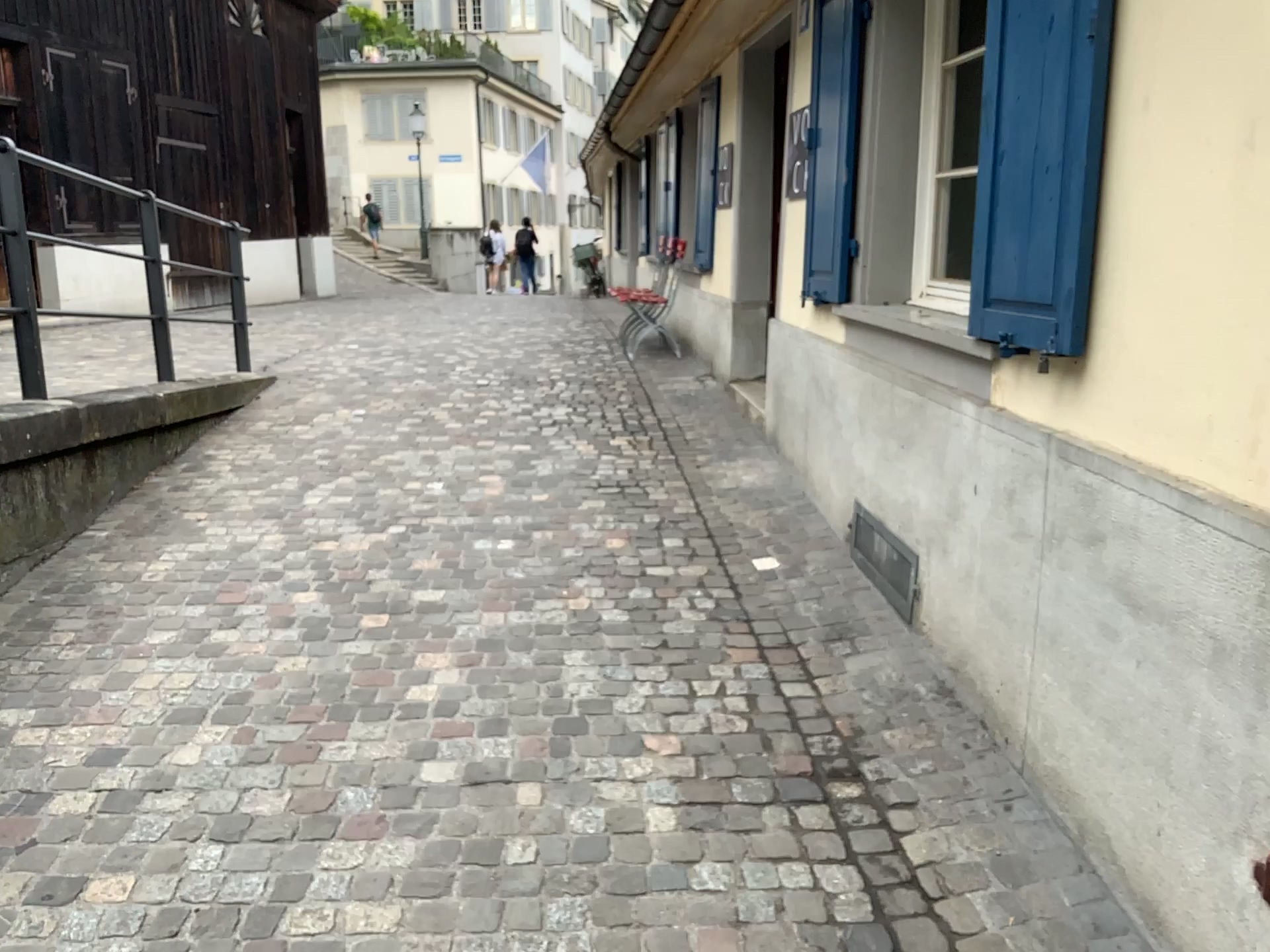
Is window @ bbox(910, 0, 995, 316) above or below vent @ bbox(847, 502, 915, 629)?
above

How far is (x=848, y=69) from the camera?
3.92m

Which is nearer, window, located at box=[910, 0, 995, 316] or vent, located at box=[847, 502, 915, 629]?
vent, located at box=[847, 502, 915, 629]

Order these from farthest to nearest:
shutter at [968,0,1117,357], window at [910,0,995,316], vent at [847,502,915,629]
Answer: window at [910,0,995,316]
vent at [847,502,915,629]
shutter at [968,0,1117,357]

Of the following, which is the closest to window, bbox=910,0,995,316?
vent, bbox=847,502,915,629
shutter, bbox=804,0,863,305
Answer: shutter, bbox=804,0,863,305

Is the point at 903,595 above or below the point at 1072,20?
below

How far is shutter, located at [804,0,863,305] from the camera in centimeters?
392cm

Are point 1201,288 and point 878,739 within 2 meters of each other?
yes

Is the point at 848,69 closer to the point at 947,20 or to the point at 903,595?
the point at 947,20

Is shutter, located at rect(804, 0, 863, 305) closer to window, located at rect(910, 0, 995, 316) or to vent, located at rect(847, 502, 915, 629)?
window, located at rect(910, 0, 995, 316)
